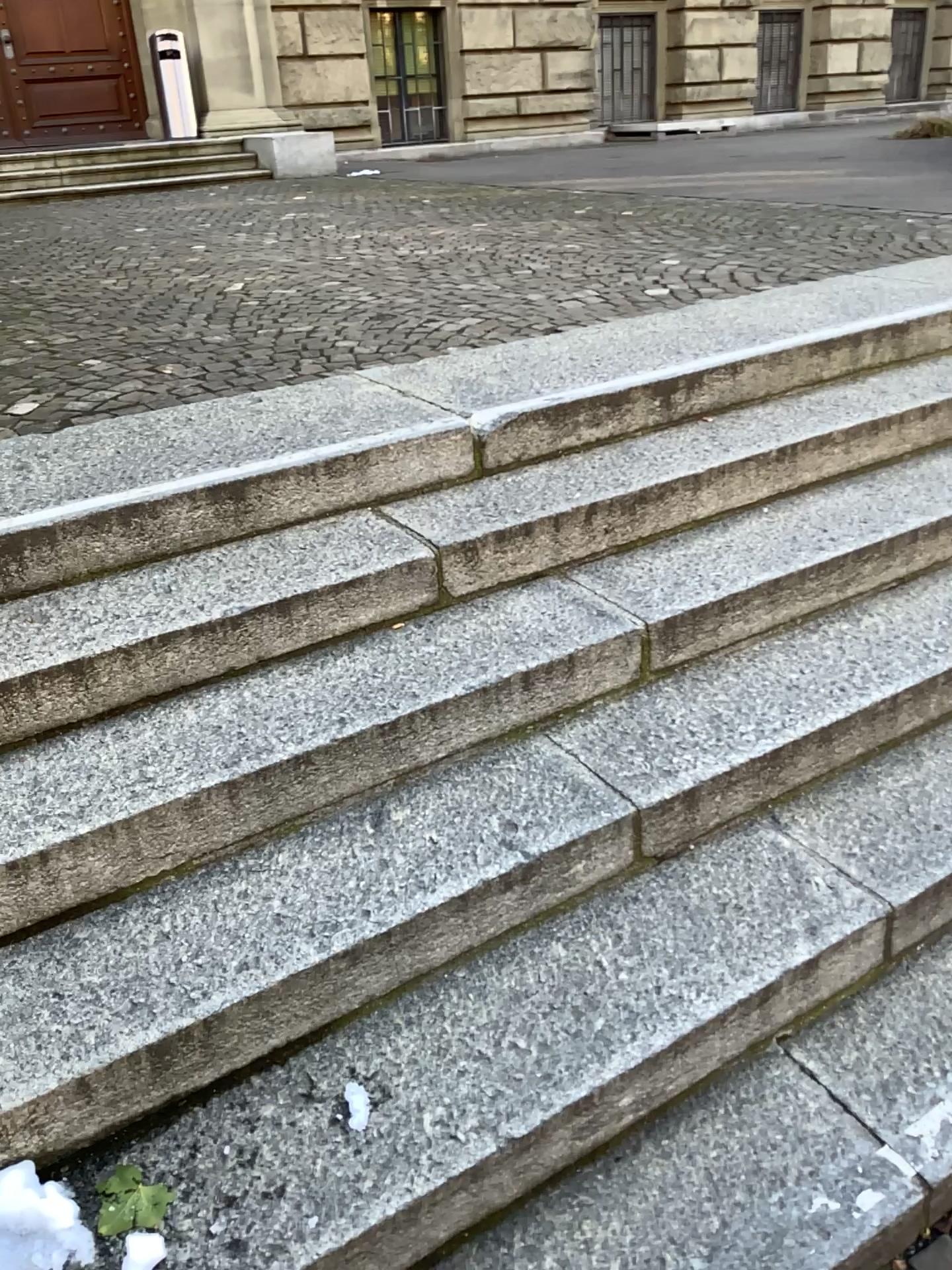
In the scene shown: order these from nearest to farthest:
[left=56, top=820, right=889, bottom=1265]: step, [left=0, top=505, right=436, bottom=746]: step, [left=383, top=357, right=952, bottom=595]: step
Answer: [left=56, top=820, right=889, bottom=1265]: step → [left=0, top=505, right=436, bottom=746]: step → [left=383, top=357, right=952, bottom=595]: step

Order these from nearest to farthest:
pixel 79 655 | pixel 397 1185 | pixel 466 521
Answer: pixel 397 1185 < pixel 79 655 < pixel 466 521

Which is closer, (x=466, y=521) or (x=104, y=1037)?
(x=104, y=1037)

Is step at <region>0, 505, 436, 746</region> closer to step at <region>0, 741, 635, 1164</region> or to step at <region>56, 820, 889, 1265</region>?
step at <region>0, 741, 635, 1164</region>

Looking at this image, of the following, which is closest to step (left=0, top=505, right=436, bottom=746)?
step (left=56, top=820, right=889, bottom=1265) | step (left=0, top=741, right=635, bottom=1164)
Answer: step (left=0, top=741, right=635, bottom=1164)

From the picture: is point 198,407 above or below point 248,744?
above

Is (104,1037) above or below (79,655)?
below

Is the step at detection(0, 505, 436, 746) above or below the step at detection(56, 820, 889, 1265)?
above

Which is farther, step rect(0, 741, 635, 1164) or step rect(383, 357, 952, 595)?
step rect(383, 357, 952, 595)

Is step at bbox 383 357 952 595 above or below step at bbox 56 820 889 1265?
above
